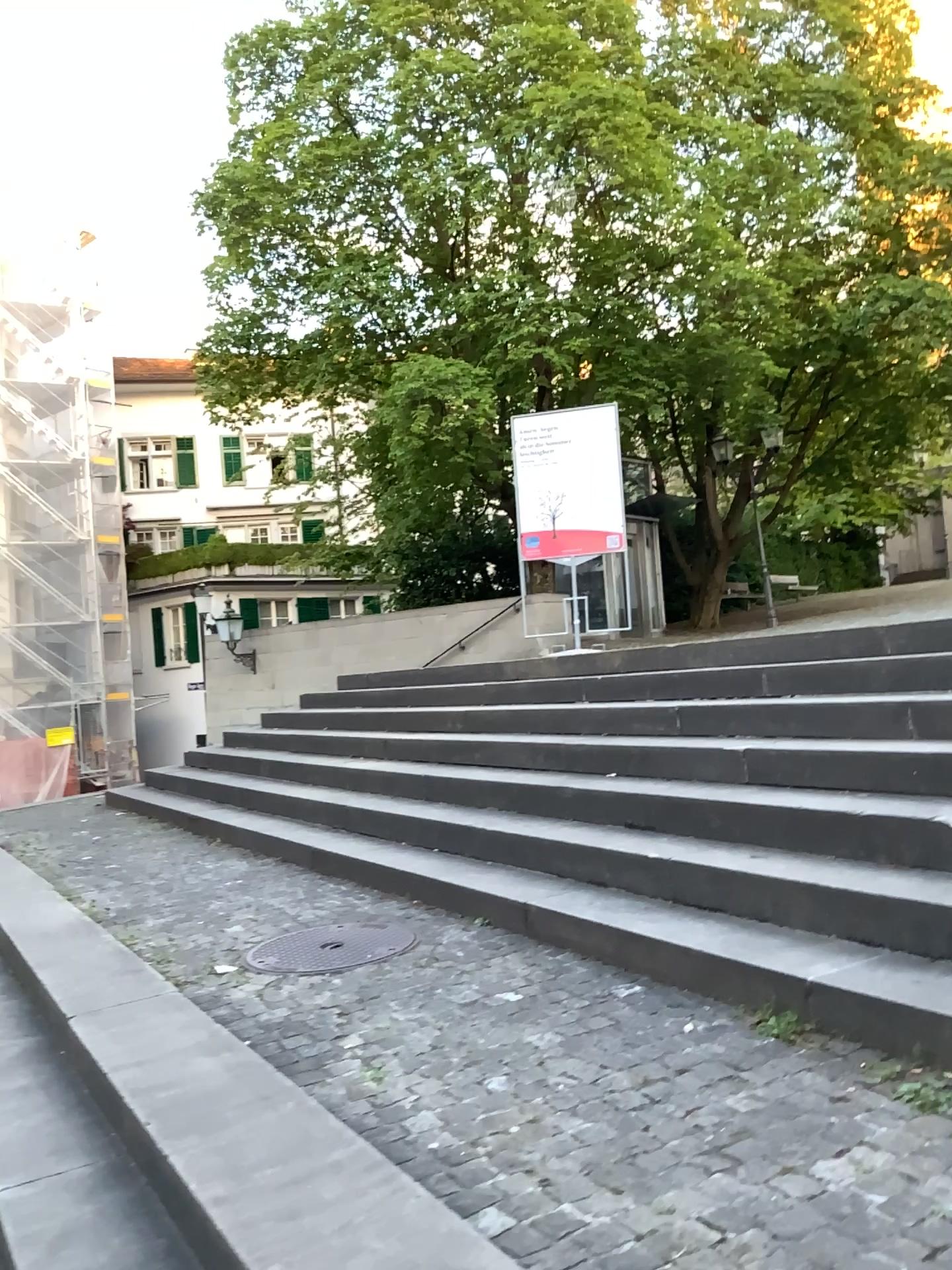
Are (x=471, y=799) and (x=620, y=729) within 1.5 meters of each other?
yes

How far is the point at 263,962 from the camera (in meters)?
3.71

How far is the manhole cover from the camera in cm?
371
